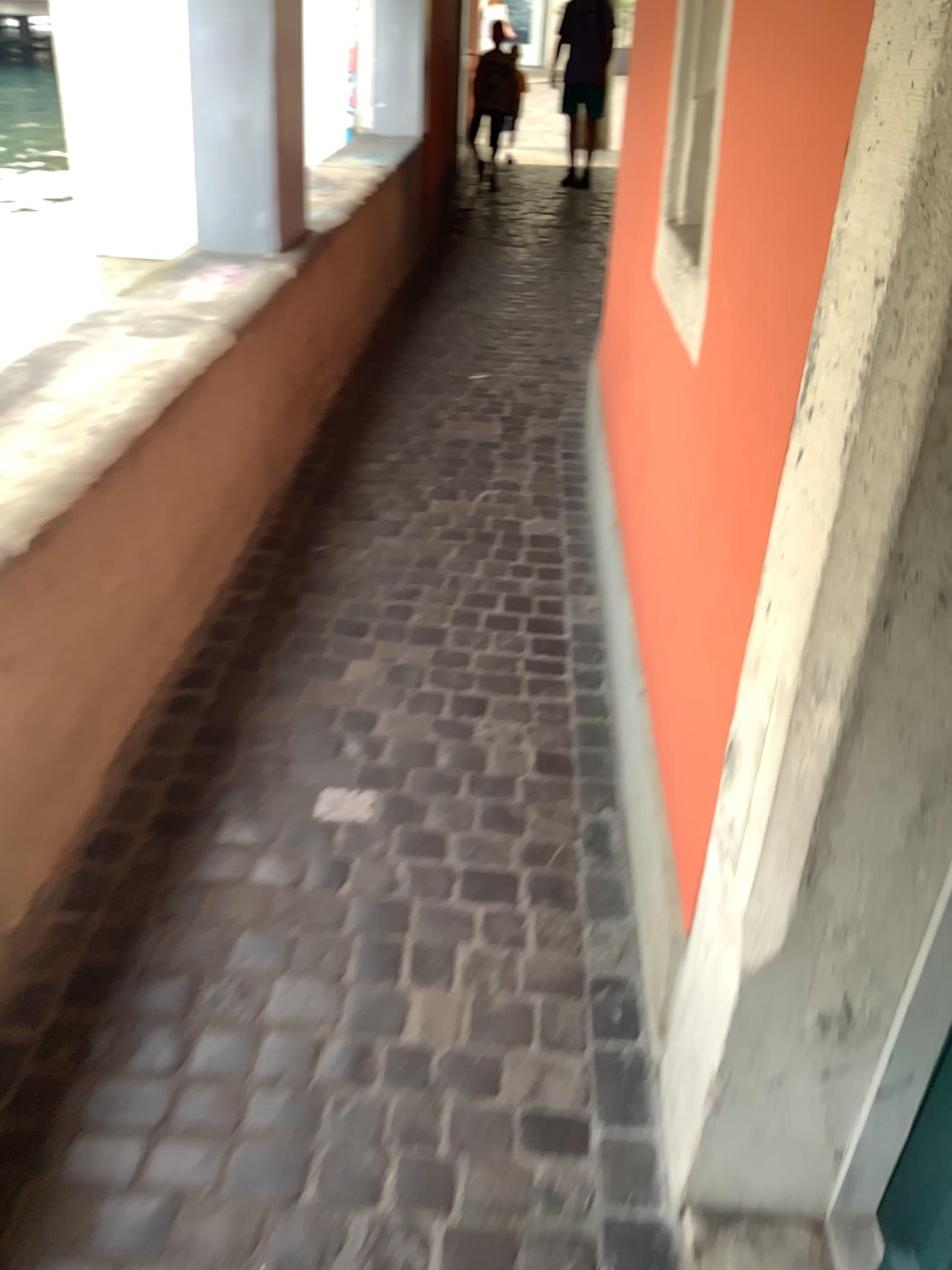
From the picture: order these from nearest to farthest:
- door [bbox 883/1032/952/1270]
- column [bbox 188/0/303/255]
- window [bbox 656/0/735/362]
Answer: door [bbox 883/1032/952/1270] → window [bbox 656/0/735/362] → column [bbox 188/0/303/255]

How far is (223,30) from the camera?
3.18m

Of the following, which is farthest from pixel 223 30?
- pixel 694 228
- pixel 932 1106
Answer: pixel 932 1106

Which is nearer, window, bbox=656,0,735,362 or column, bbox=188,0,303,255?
window, bbox=656,0,735,362

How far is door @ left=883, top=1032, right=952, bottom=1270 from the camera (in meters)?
1.22

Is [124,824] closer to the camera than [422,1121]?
No

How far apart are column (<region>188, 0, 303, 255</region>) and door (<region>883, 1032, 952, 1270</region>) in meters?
3.1 m

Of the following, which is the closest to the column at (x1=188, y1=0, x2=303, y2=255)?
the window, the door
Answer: the window

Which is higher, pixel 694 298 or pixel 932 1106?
pixel 694 298

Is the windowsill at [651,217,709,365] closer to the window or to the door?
the window
